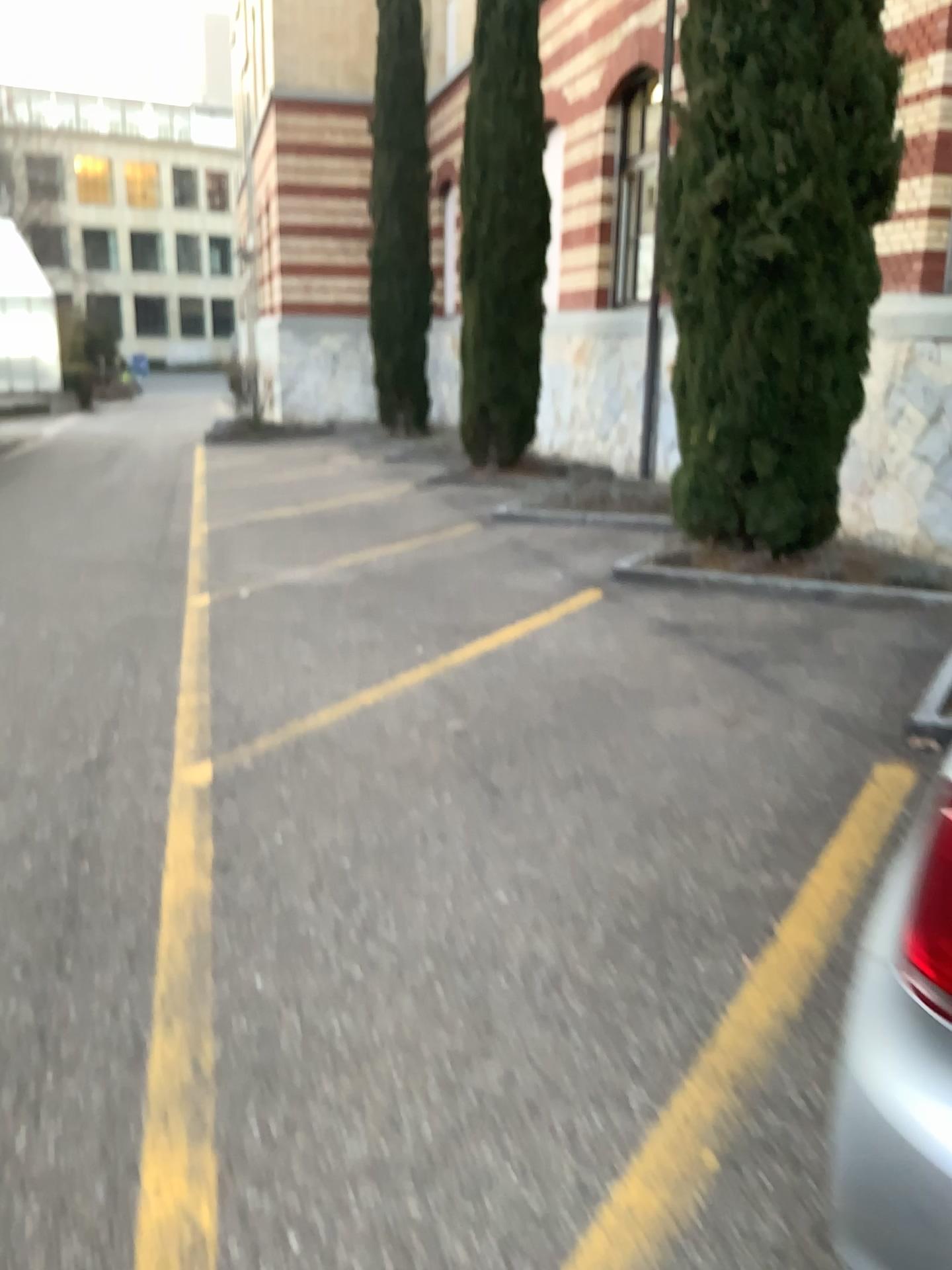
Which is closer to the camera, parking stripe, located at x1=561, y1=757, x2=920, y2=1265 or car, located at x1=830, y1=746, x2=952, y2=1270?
car, located at x1=830, y1=746, x2=952, y2=1270

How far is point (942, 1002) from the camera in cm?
121

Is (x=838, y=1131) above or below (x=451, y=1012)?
above

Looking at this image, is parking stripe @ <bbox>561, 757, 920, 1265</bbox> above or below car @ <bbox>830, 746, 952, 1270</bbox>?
below

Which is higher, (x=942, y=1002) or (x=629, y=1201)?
(x=942, y=1002)

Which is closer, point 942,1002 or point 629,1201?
point 942,1002

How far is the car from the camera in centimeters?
121cm
